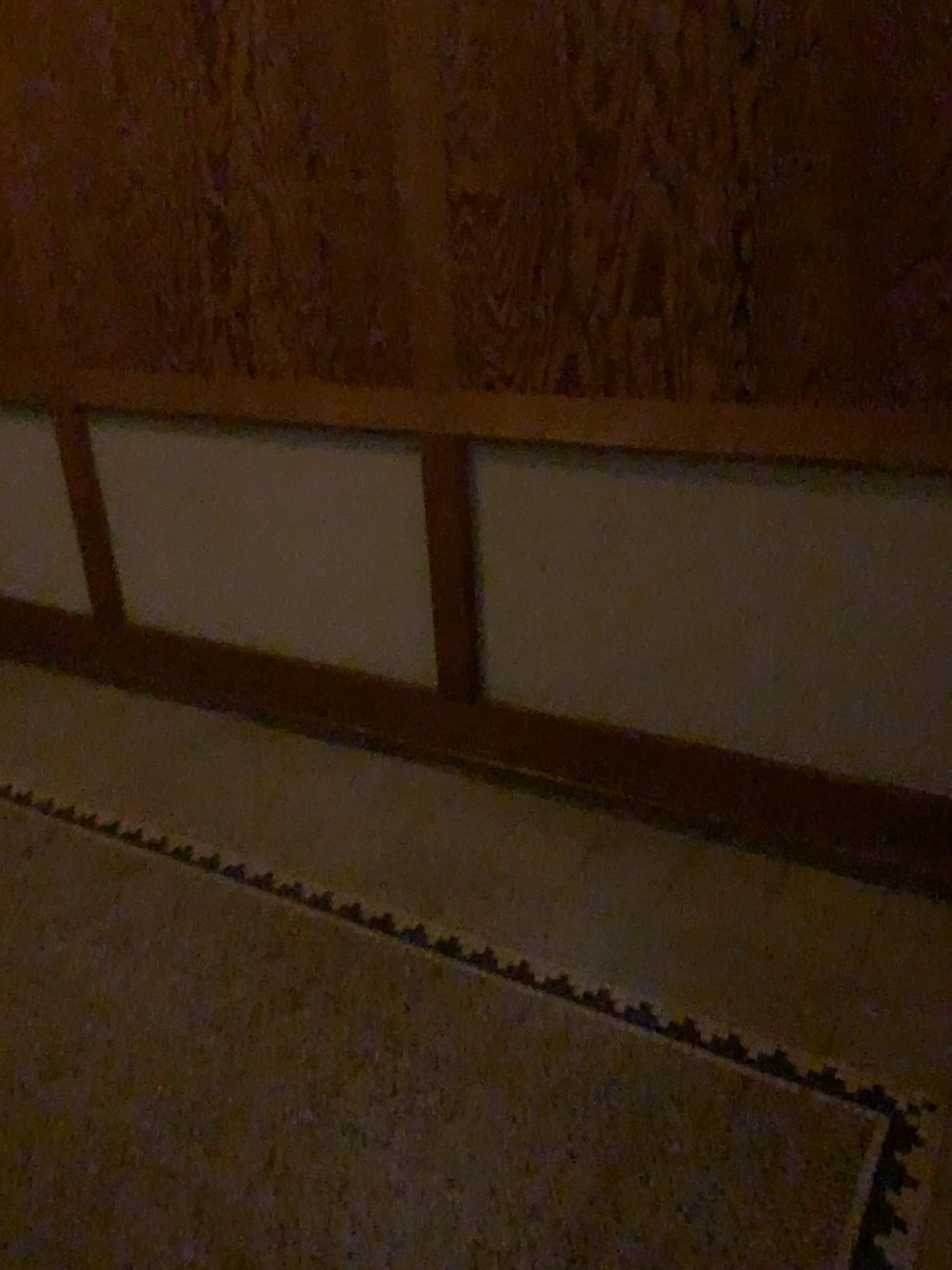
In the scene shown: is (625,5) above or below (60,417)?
above

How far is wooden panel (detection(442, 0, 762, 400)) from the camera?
1.9 meters

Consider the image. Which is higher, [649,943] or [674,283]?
[674,283]

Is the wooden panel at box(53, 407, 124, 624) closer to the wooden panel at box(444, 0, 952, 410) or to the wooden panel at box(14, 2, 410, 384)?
the wooden panel at box(14, 2, 410, 384)

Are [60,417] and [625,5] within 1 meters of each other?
no

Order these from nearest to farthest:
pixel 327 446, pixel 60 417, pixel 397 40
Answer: pixel 397 40, pixel 327 446, pixel 60 417

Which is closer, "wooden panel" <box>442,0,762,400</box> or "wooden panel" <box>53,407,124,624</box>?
"wooden panel" <box>442,0,762,400</box>

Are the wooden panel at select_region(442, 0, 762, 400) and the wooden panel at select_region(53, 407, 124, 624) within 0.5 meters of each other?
no

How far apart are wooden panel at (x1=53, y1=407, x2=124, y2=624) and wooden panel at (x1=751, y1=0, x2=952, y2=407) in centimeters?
199cm

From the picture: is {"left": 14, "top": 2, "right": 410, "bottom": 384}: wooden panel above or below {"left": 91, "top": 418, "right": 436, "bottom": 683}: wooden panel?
above
